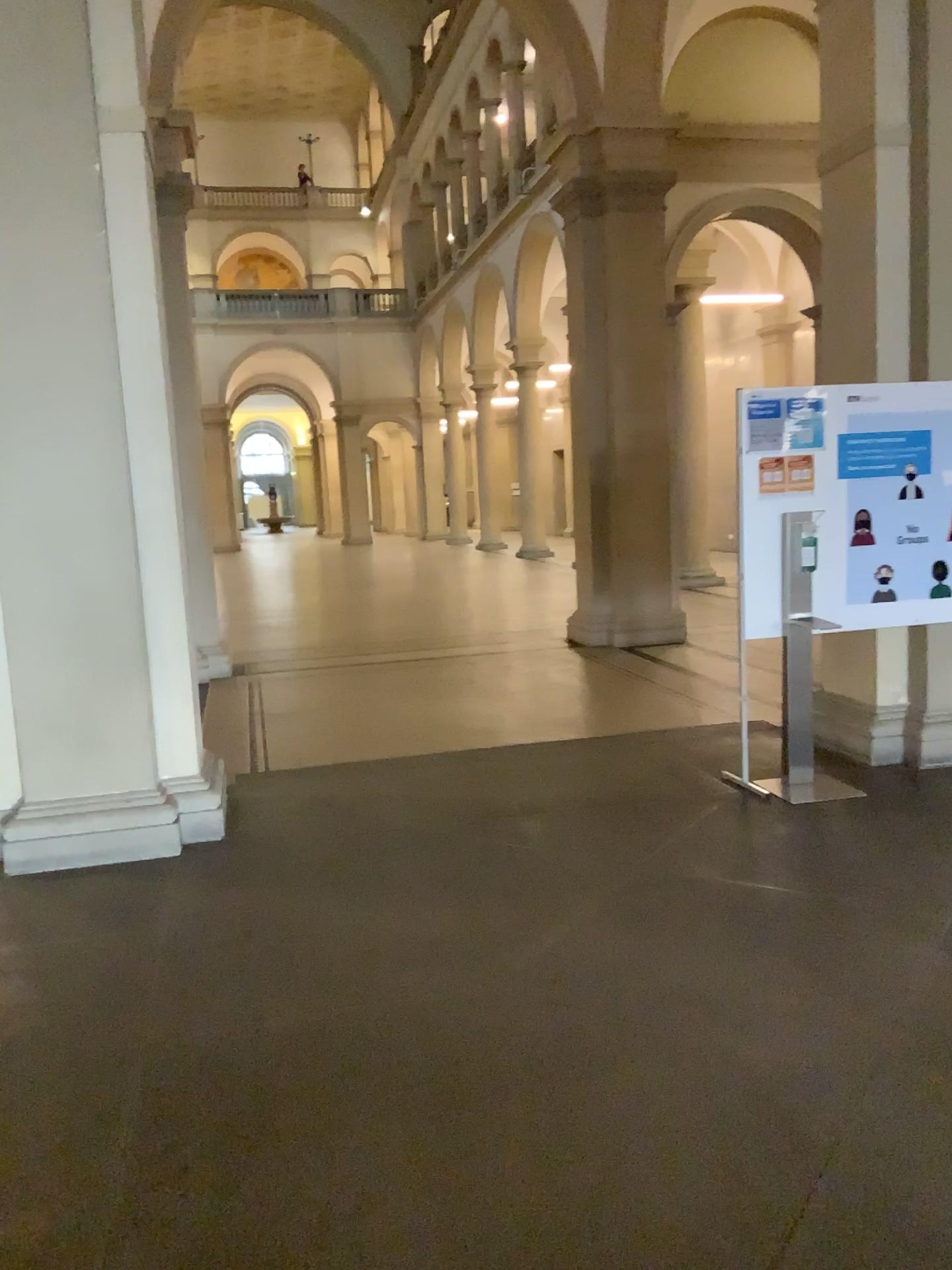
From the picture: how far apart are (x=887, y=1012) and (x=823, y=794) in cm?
199
